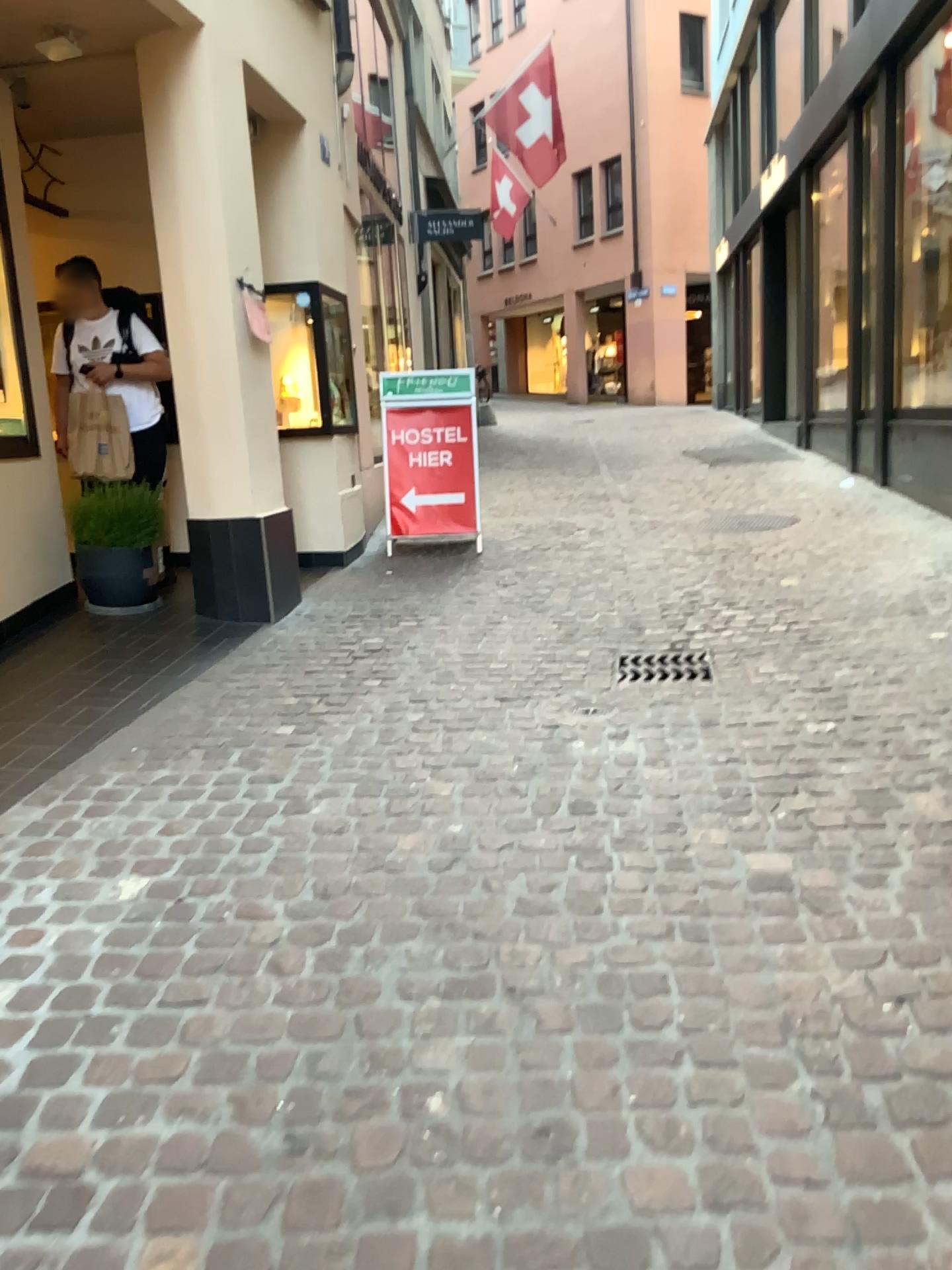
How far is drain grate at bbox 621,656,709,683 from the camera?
4.1m

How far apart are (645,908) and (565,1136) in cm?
75

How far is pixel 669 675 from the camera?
4.1m
